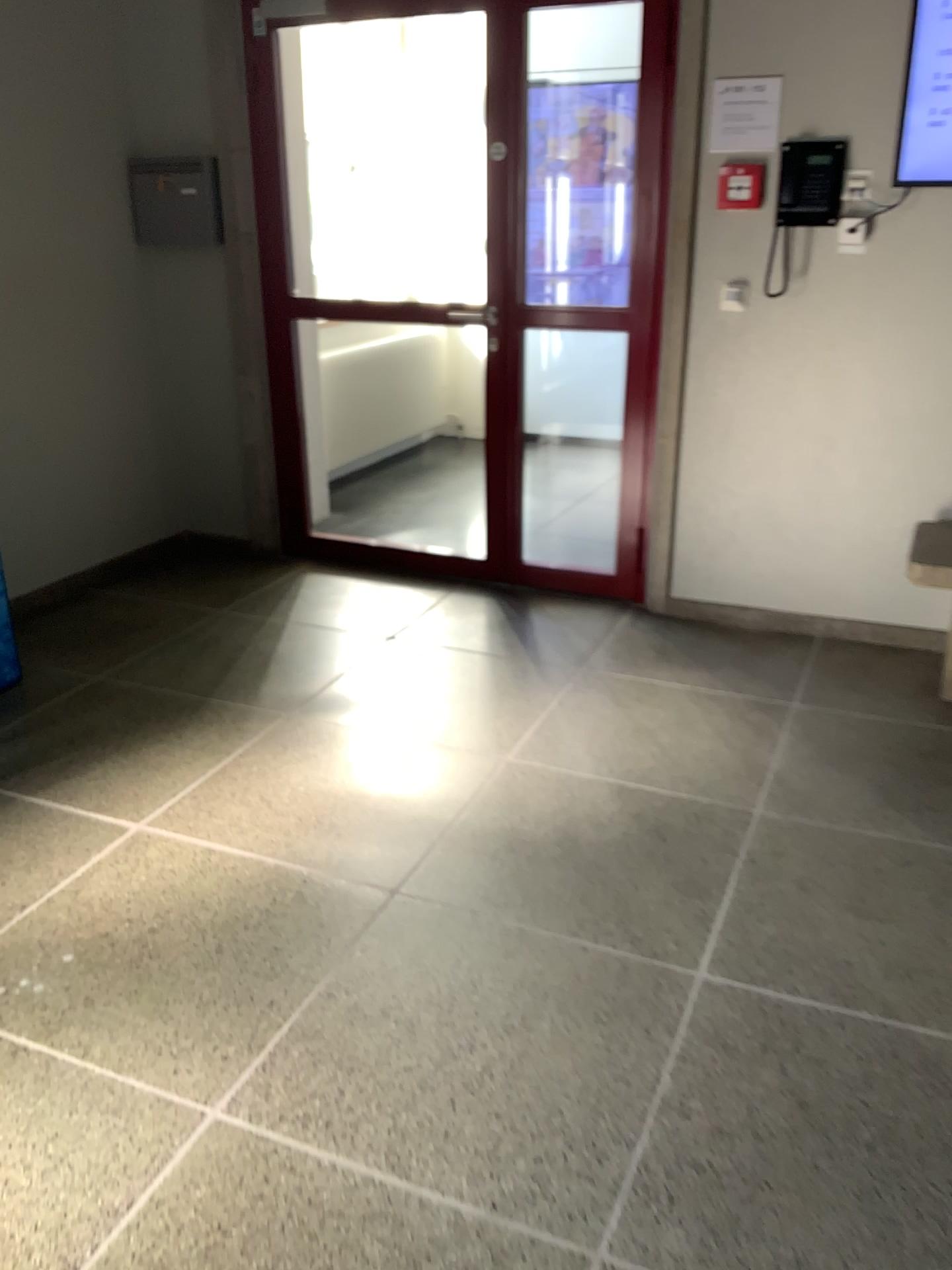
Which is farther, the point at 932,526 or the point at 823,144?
the point at 932,526

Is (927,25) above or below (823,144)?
above

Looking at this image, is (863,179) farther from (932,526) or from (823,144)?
(932,526)

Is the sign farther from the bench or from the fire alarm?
the bench

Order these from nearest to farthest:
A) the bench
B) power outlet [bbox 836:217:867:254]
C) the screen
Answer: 1. the screen
2. power outlet [bbox 836:217:867:254]
3. the bench

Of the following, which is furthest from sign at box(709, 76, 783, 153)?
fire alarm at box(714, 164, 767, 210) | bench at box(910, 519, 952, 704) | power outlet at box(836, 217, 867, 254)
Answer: bench at box(910, 519, 952, 704)

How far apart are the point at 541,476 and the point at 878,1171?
4.0 meters

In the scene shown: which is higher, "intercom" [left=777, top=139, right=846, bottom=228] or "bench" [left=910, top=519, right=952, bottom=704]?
"intercom" [left=777, top=139, right=846, bottom=228]

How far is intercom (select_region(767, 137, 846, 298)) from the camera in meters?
3.3

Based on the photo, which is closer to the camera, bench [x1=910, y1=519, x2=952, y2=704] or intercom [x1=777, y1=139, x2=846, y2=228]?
intercom [x1=777, y1=139, x2=846, y2=228]
